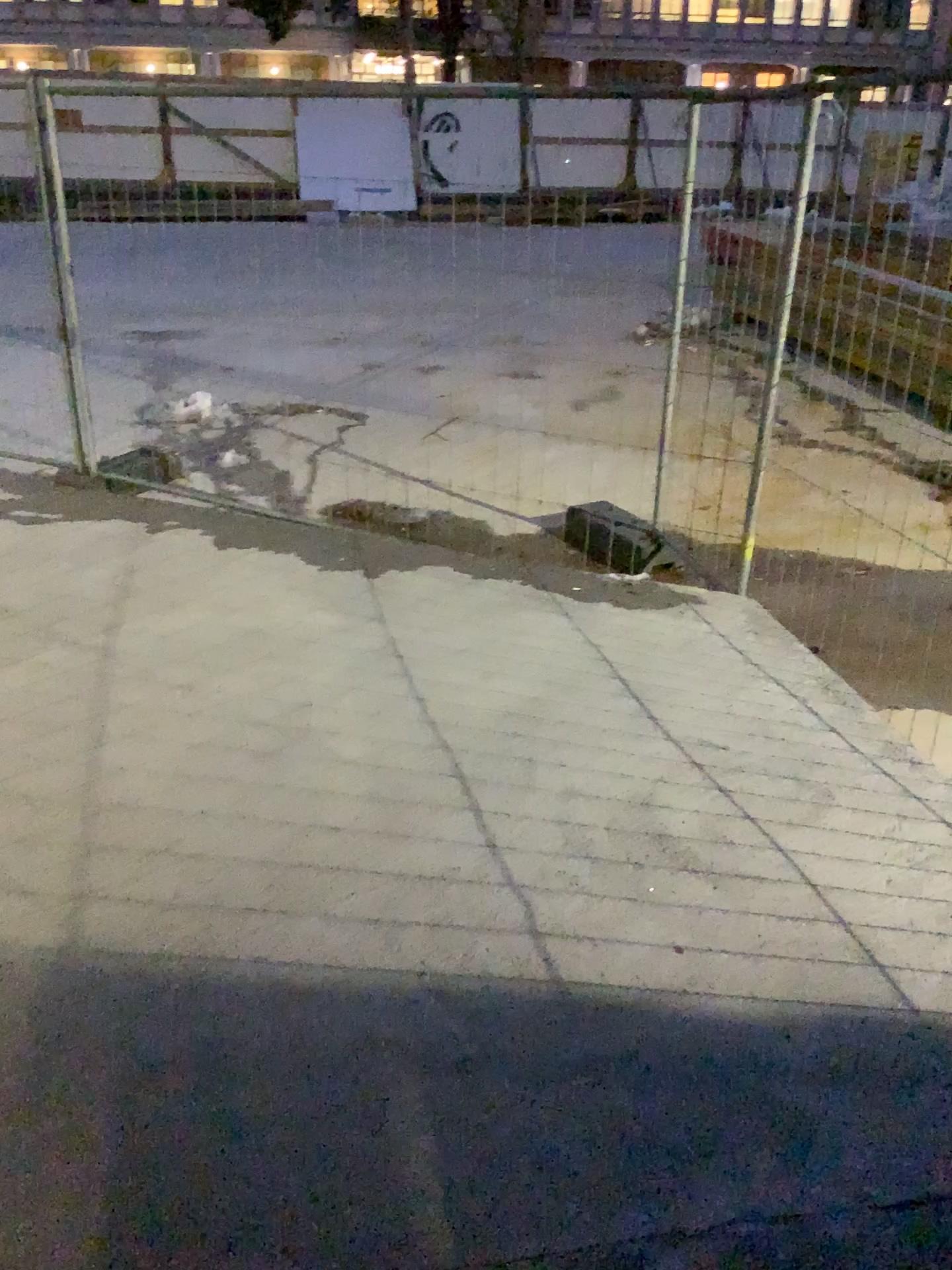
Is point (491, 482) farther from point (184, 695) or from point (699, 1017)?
point (699, 1017)
